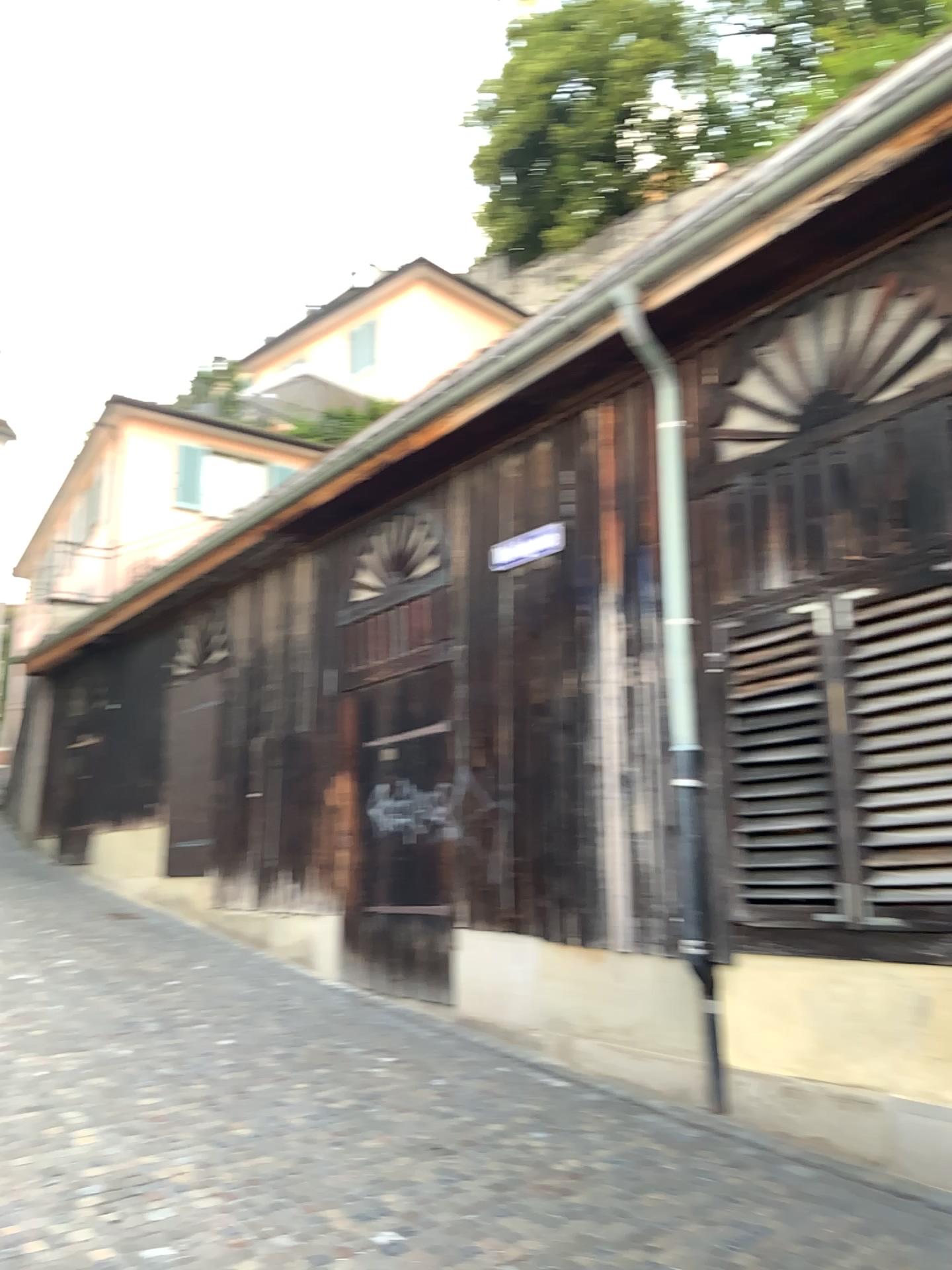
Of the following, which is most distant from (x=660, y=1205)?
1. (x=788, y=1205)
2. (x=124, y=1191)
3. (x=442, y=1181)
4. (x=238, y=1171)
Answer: (x=124, y=1191)
